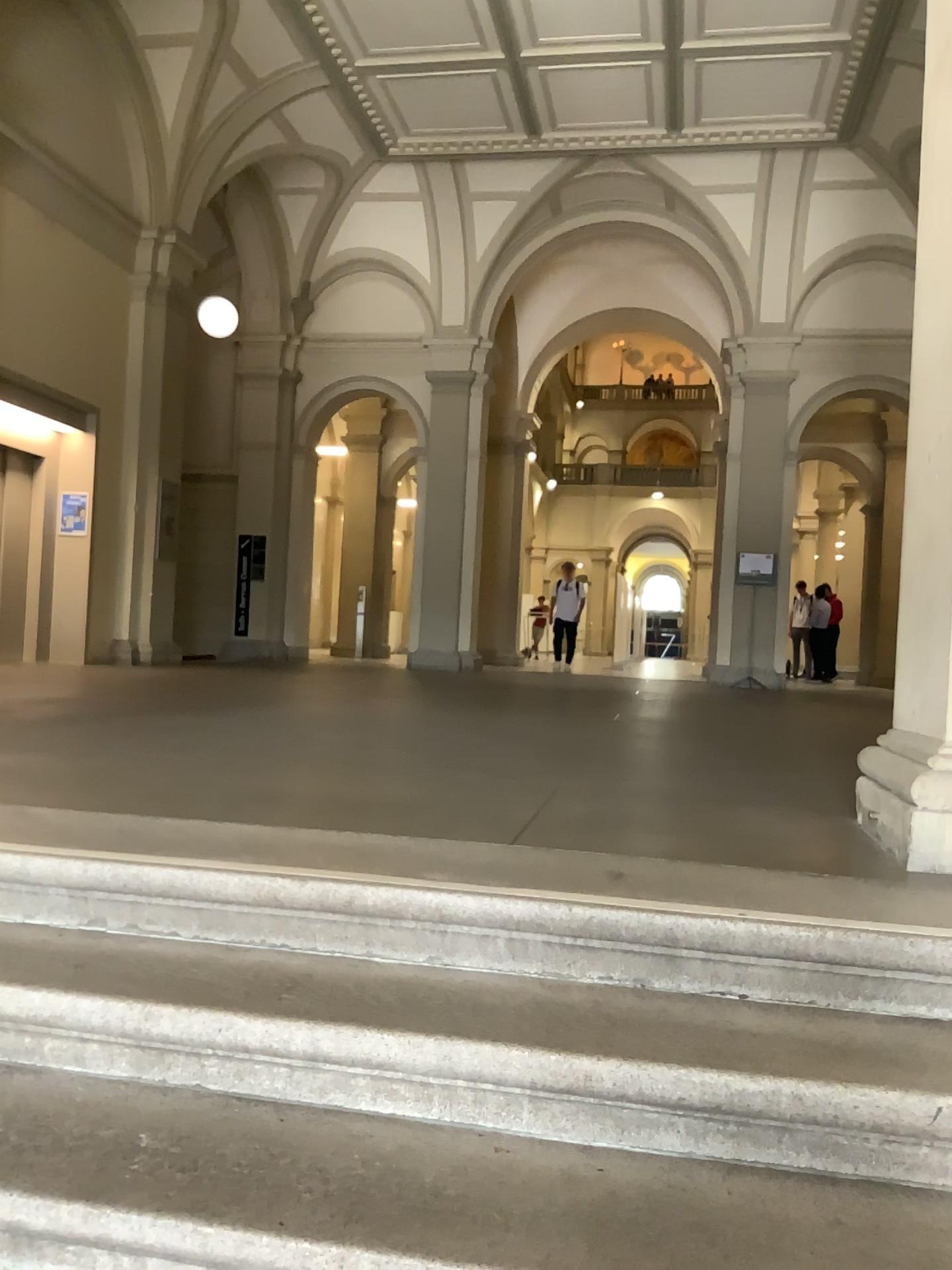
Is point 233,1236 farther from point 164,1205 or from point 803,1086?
point 803,1086

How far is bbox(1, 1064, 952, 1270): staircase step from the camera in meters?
1.3

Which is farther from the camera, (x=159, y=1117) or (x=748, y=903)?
(x=748, y=903)

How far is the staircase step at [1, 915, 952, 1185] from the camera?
1.5 meters

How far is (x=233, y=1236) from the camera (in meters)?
1.34

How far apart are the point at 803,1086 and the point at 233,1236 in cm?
81
